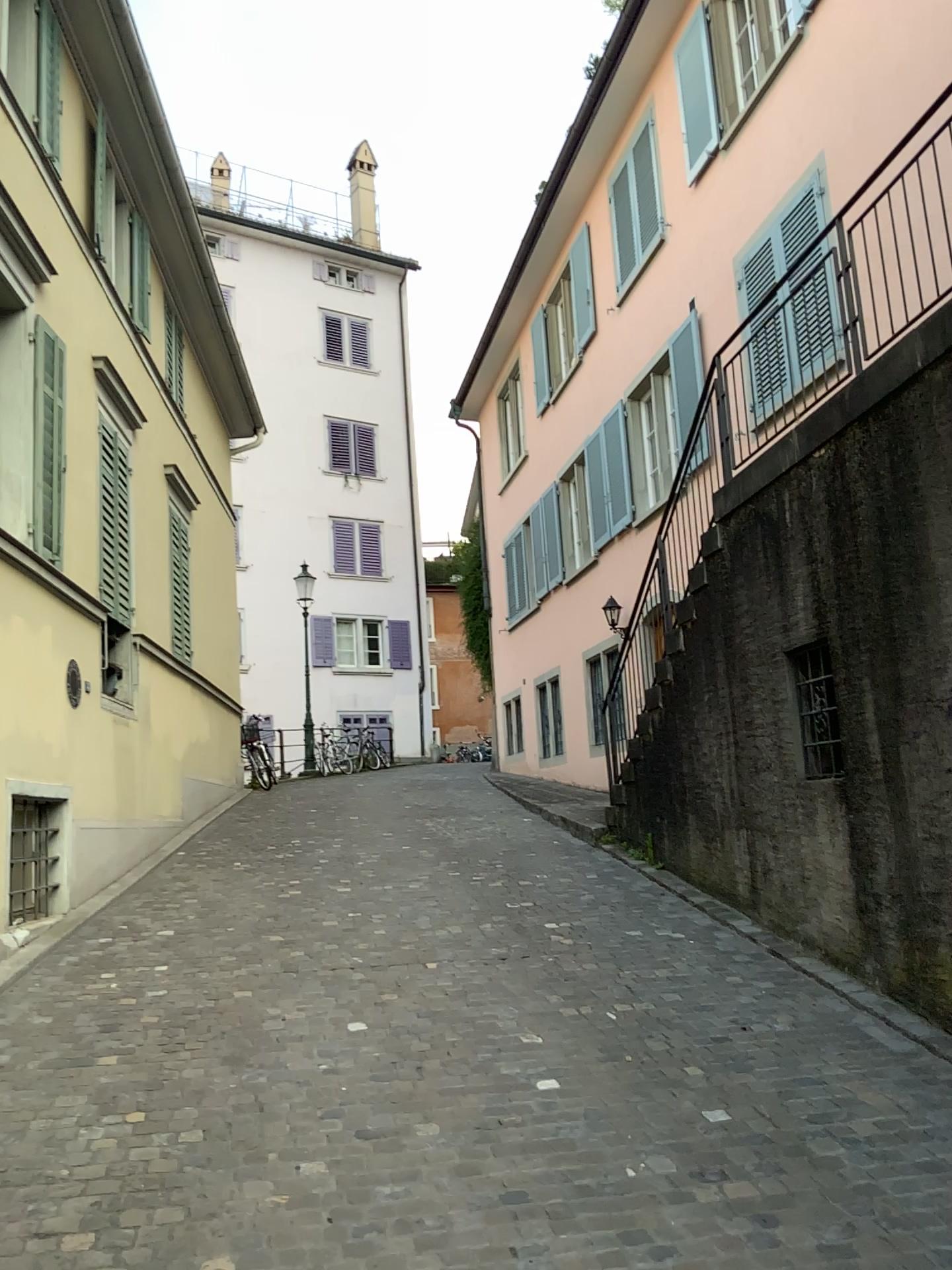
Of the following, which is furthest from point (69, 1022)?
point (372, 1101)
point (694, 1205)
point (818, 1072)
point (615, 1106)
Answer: point (818, 1072)
